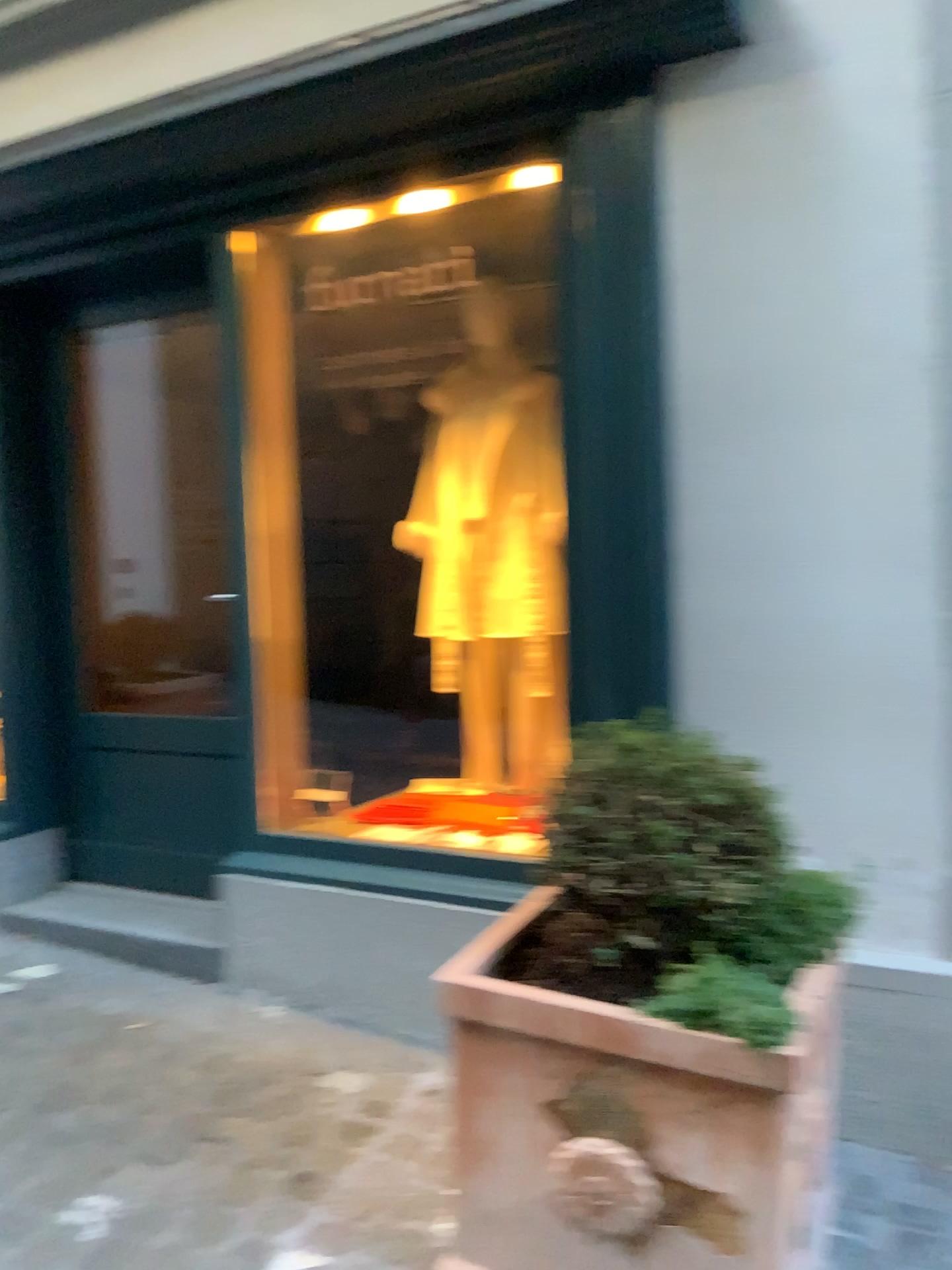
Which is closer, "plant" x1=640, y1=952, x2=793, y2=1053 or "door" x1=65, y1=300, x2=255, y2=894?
"plant" x1=640, y1=952, x2=793, y2=1053

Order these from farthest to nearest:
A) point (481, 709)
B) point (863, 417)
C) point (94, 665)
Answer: point (94, 665), point (481, 709), point (863, 417)

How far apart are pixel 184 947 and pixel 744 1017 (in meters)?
1.92

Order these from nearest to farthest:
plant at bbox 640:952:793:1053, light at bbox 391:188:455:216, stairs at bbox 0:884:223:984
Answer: plant at bbox 640:952:793:1053 < light at bbox 391:188:455:216 < stairs at bbox 0:884:223:984

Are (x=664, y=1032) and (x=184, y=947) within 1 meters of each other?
no

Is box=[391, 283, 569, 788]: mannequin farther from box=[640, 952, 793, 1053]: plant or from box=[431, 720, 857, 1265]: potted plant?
box=[640, 952, 793, 1053]: plant

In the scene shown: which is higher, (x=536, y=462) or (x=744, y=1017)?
(x=536, y=462)

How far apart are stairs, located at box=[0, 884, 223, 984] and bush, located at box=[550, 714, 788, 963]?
1.5 meters

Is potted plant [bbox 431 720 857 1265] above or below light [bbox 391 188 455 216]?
below

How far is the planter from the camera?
1.6 meters
